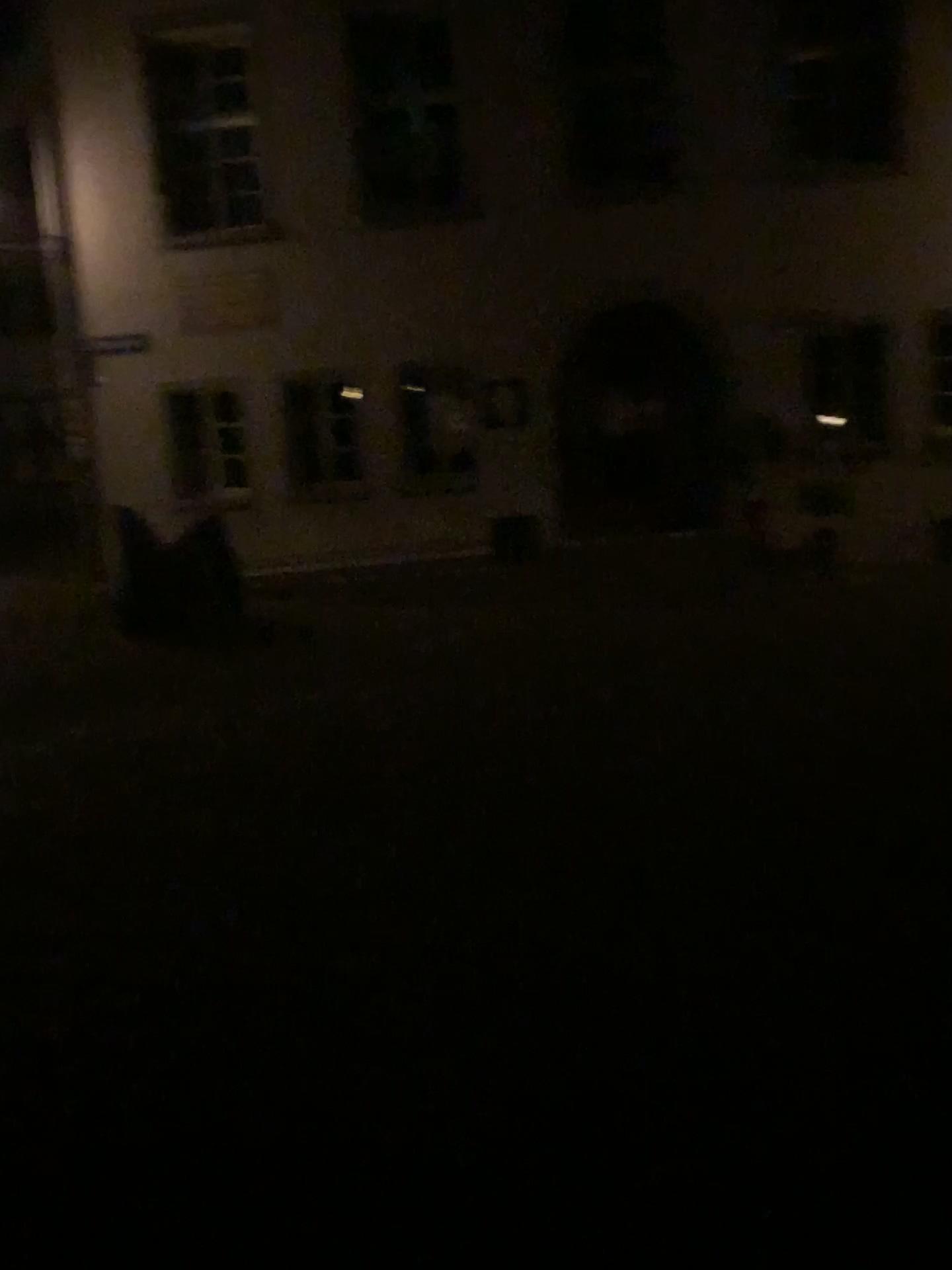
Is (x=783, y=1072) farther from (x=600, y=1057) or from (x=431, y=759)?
(x=431, y=759)
